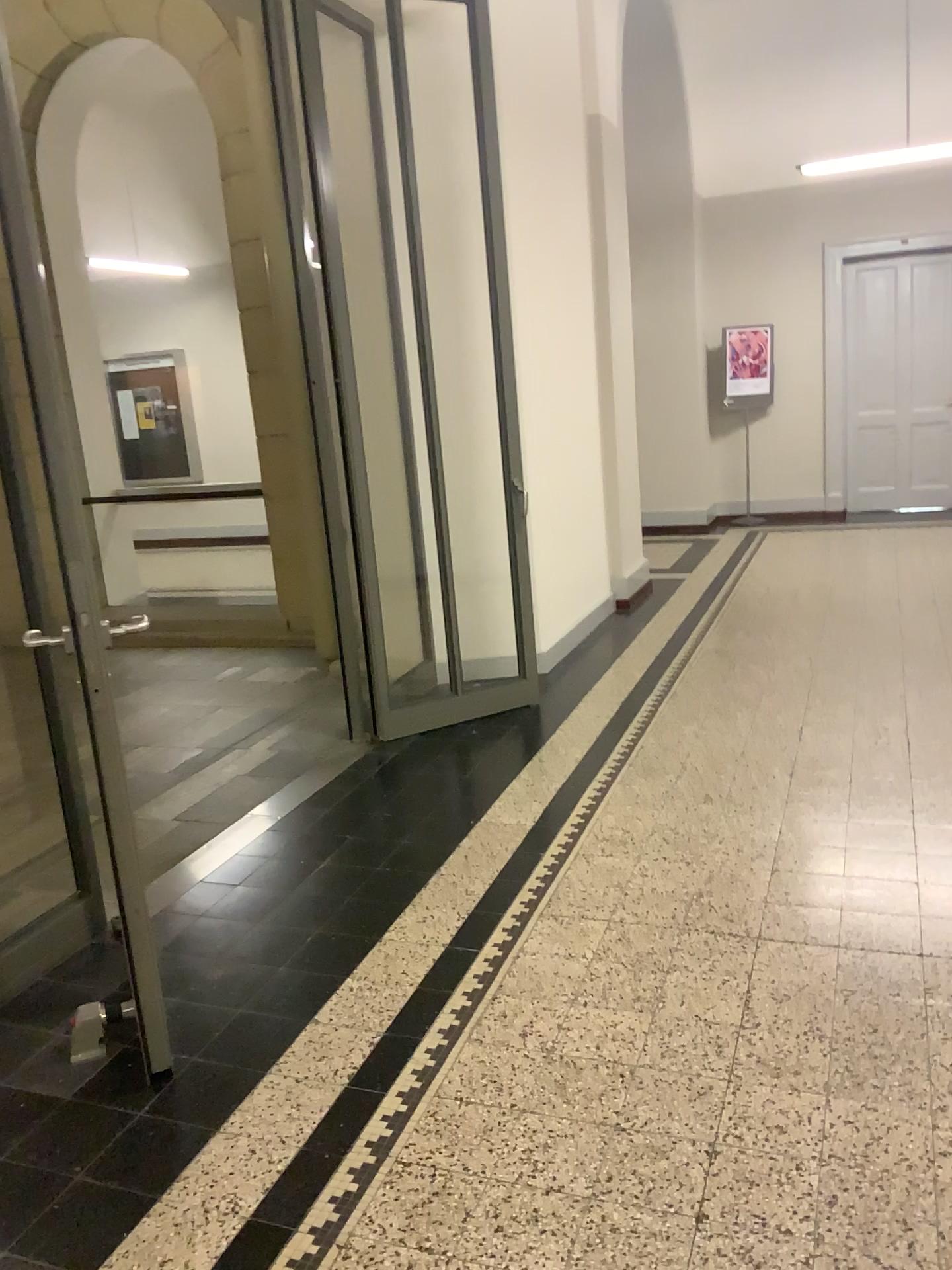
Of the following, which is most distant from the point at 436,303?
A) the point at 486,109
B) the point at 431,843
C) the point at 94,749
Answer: the point at 94,749
